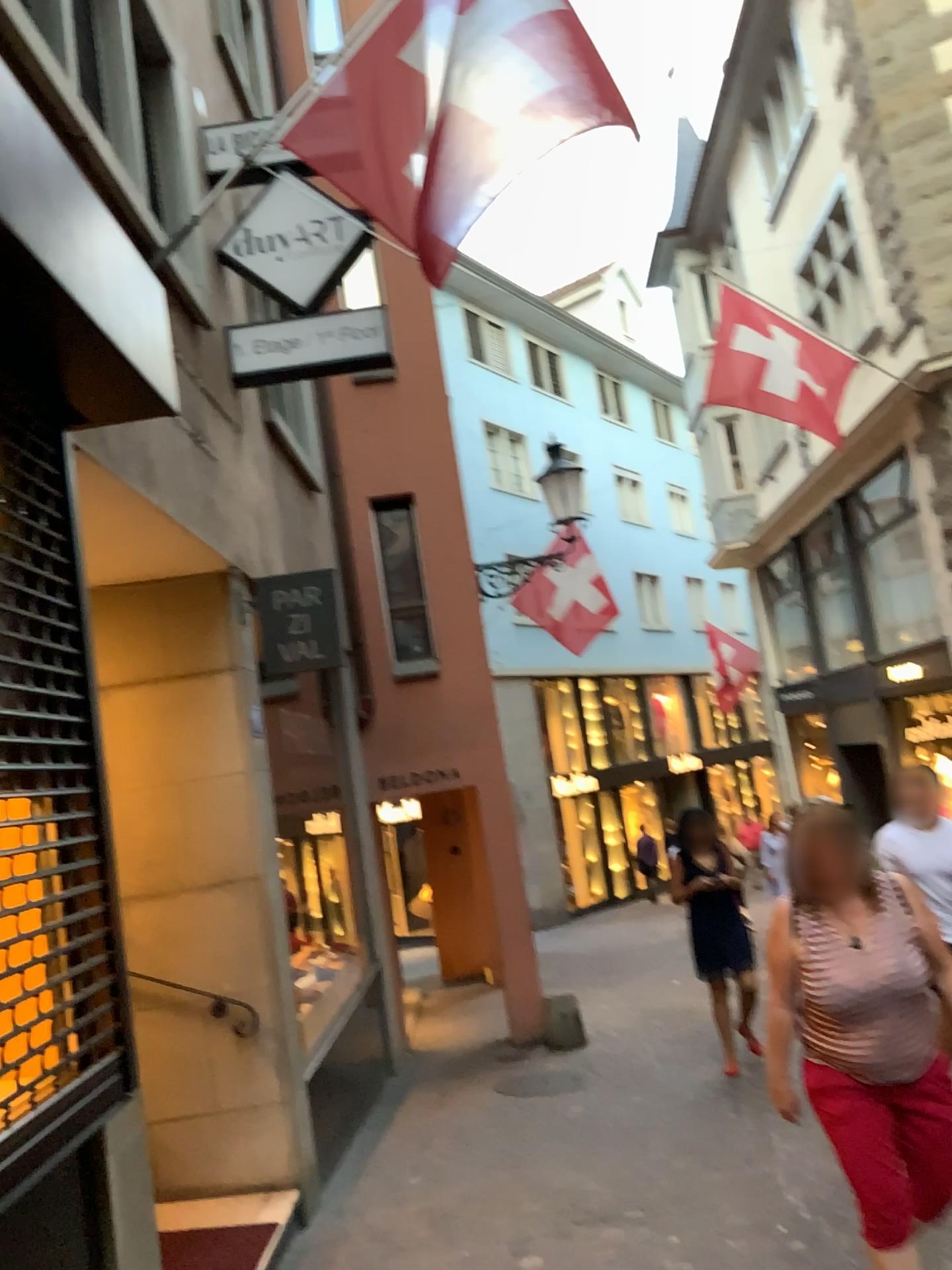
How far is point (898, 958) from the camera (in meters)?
2.98

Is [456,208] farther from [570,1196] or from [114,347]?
[570,1196]

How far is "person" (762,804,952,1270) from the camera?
2.98m
